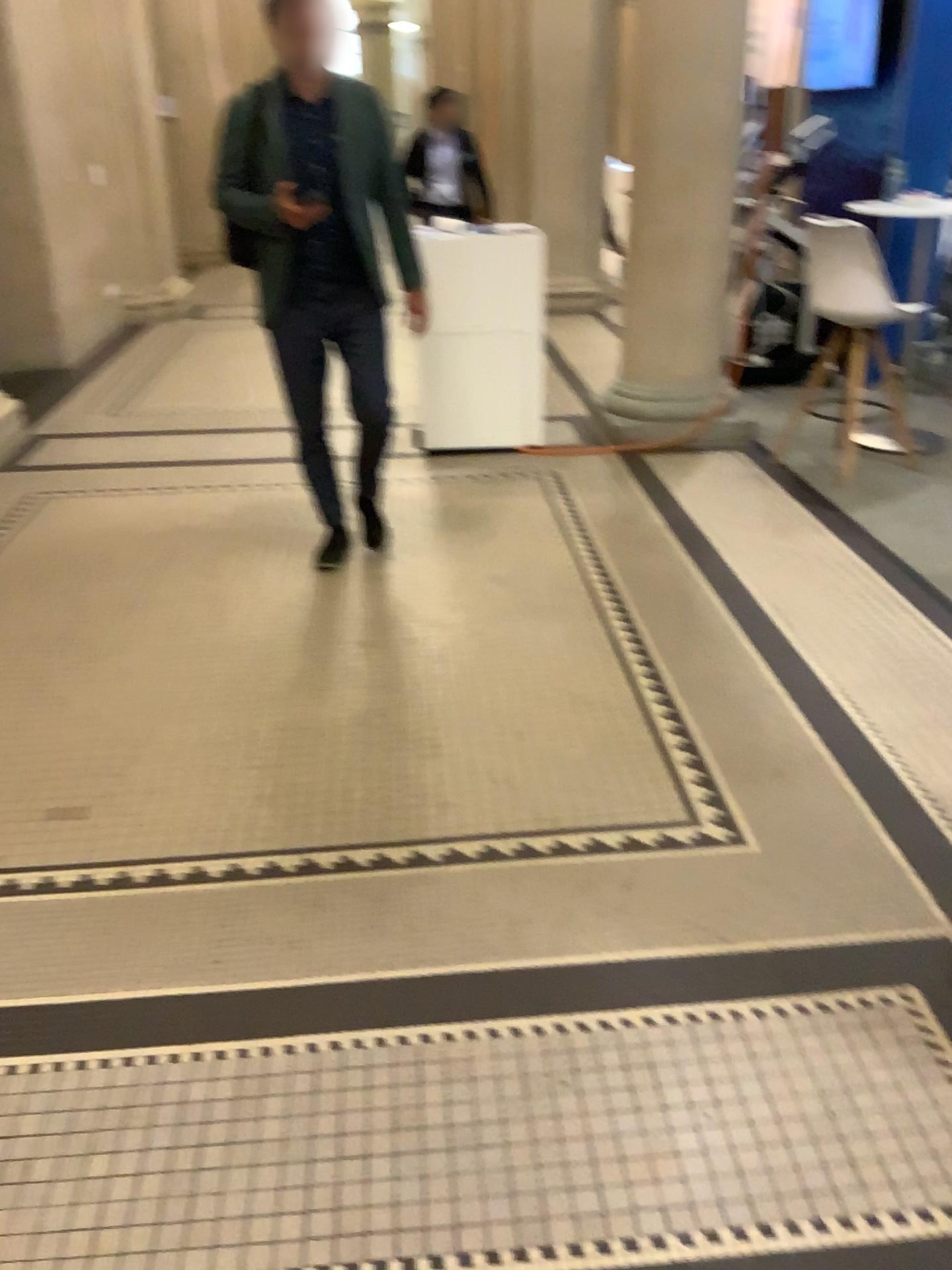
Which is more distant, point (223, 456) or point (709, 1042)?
point (223, 456)

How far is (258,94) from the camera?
3.4m

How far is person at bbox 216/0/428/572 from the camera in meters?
3.4
